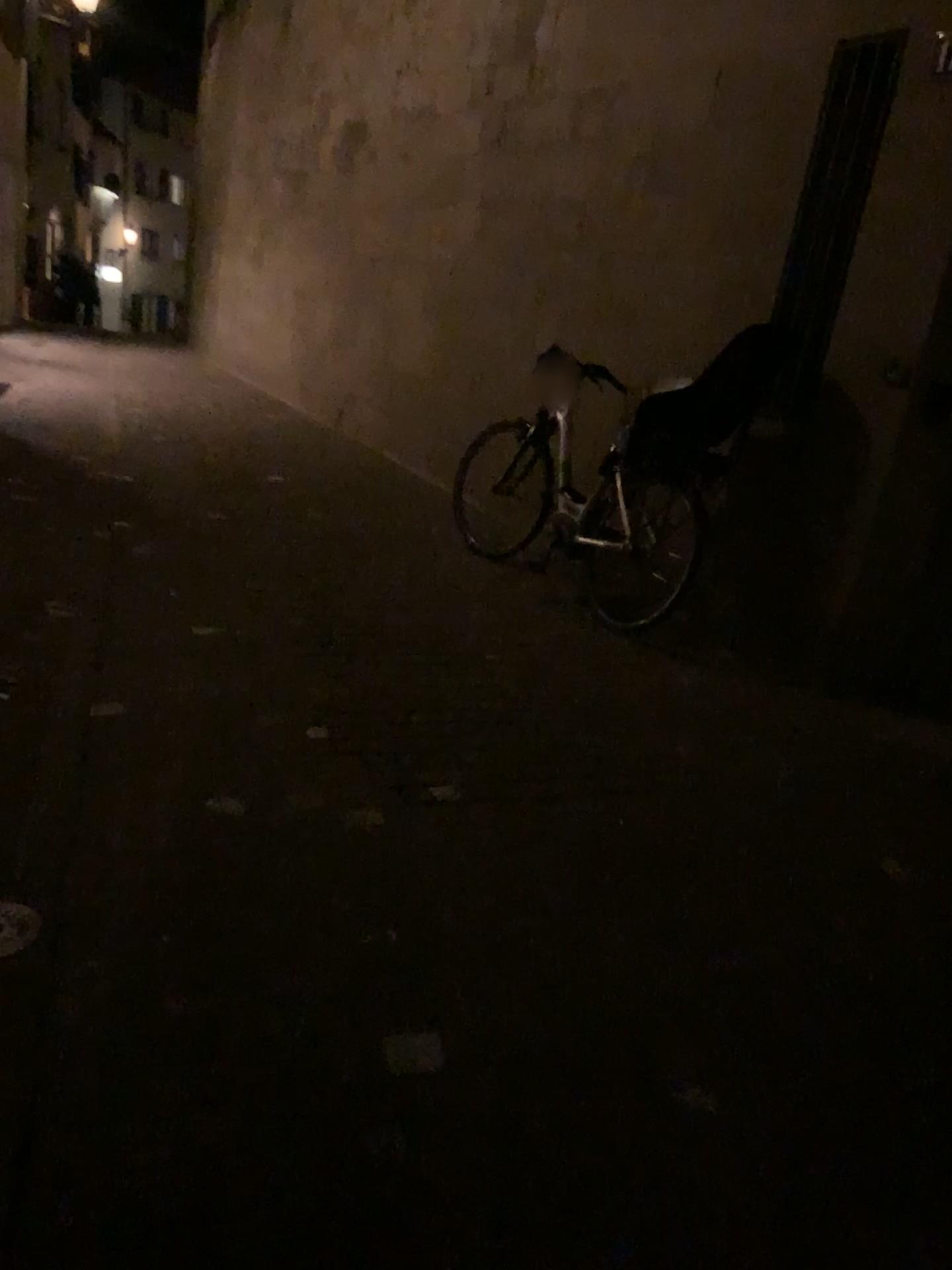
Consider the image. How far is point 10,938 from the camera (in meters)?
2.10

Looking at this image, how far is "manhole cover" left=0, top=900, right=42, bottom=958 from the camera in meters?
2.1

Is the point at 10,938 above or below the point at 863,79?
below

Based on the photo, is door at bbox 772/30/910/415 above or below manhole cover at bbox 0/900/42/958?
above

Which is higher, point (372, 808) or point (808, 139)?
point (808, 139)

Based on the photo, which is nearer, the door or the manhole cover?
the manhole cover

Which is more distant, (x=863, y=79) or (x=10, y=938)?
(x=863, y=79)
